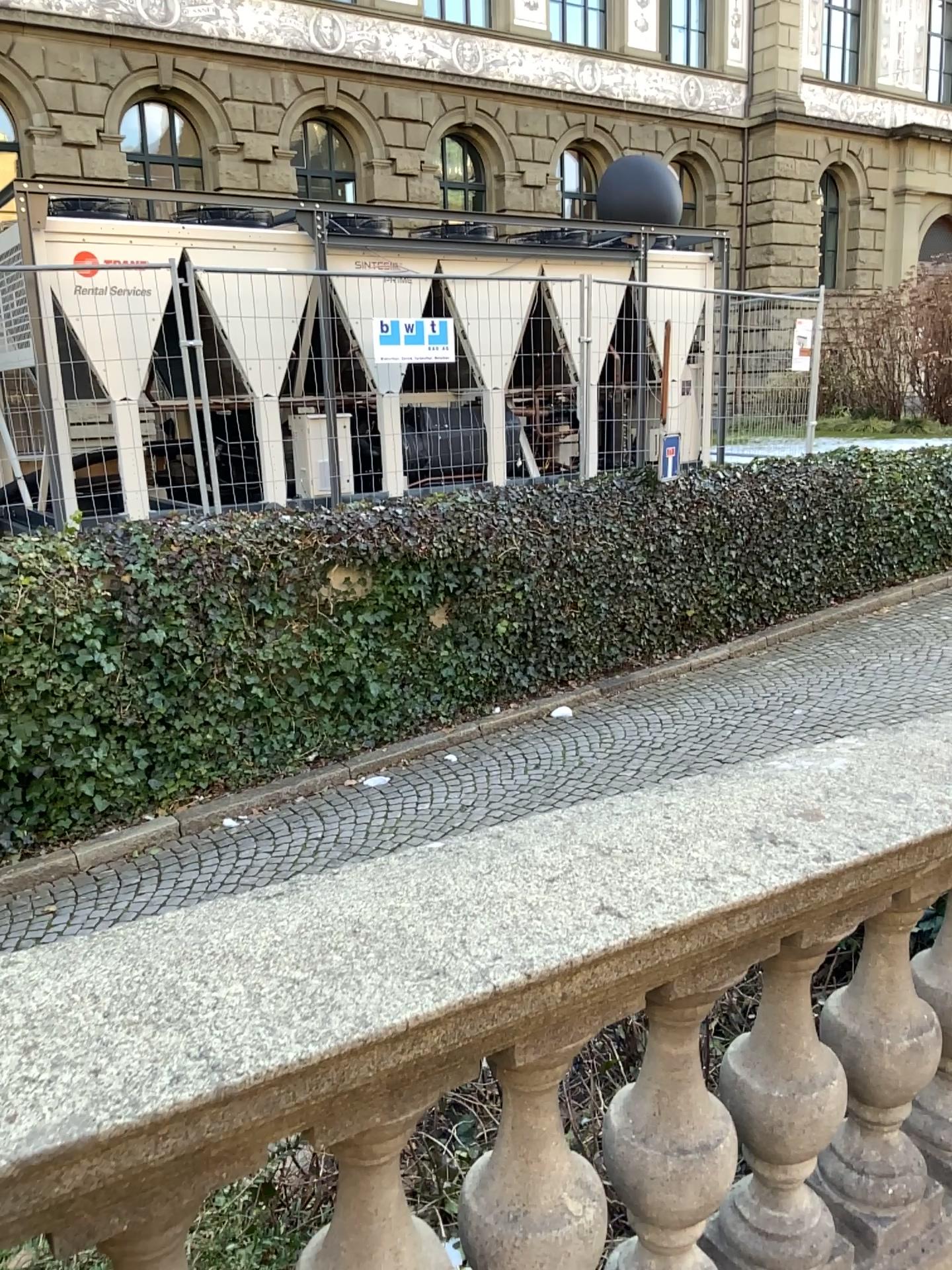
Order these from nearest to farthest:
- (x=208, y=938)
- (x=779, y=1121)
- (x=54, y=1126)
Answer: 1. (x=54, y=1126)
2. (x=208, y=938)
3. (x=779, y=1121)

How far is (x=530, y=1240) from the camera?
1.35m

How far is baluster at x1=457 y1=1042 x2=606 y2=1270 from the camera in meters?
1.4 m
